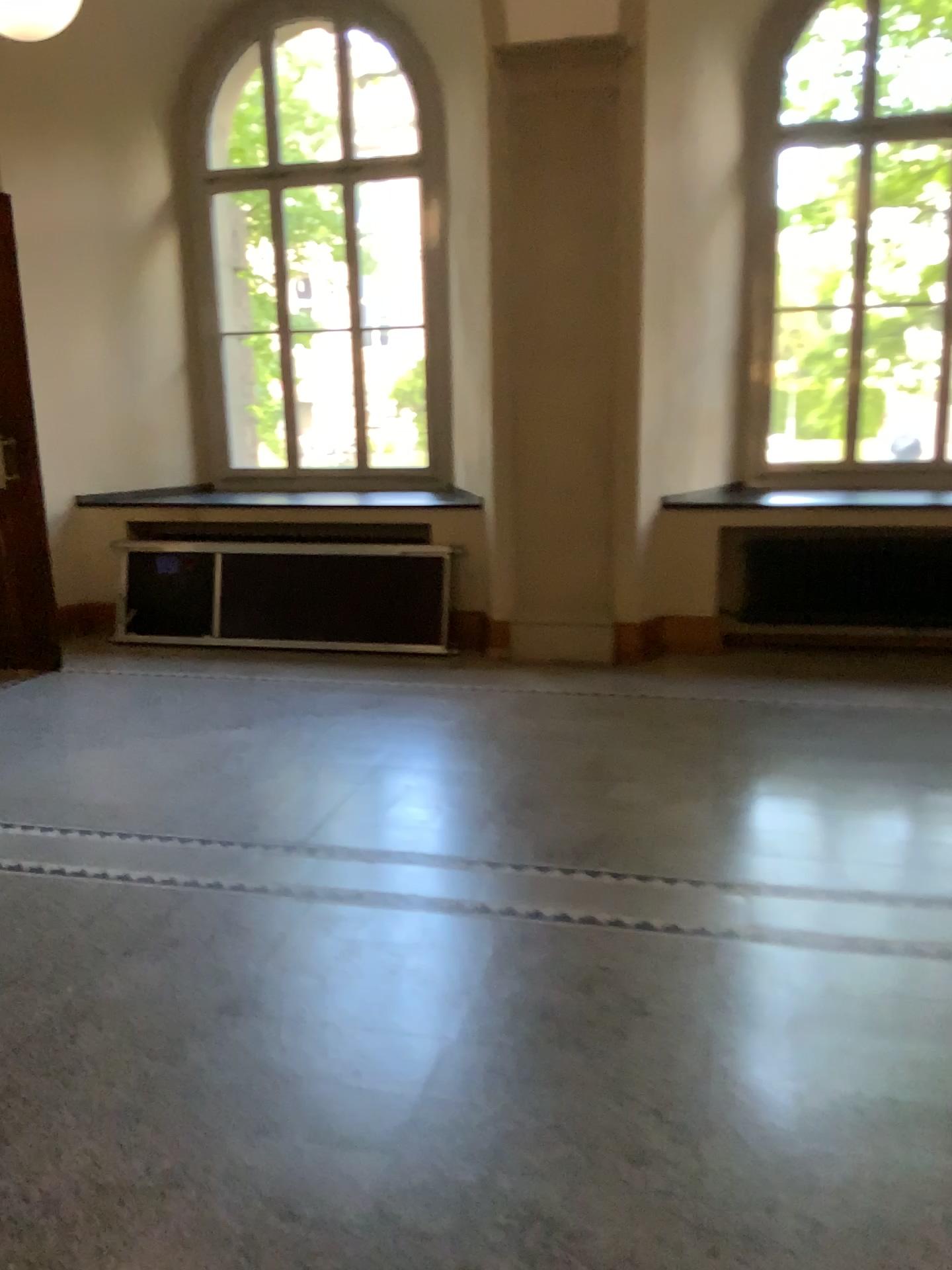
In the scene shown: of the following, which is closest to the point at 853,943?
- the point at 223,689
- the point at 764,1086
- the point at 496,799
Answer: the point at 764,1086
